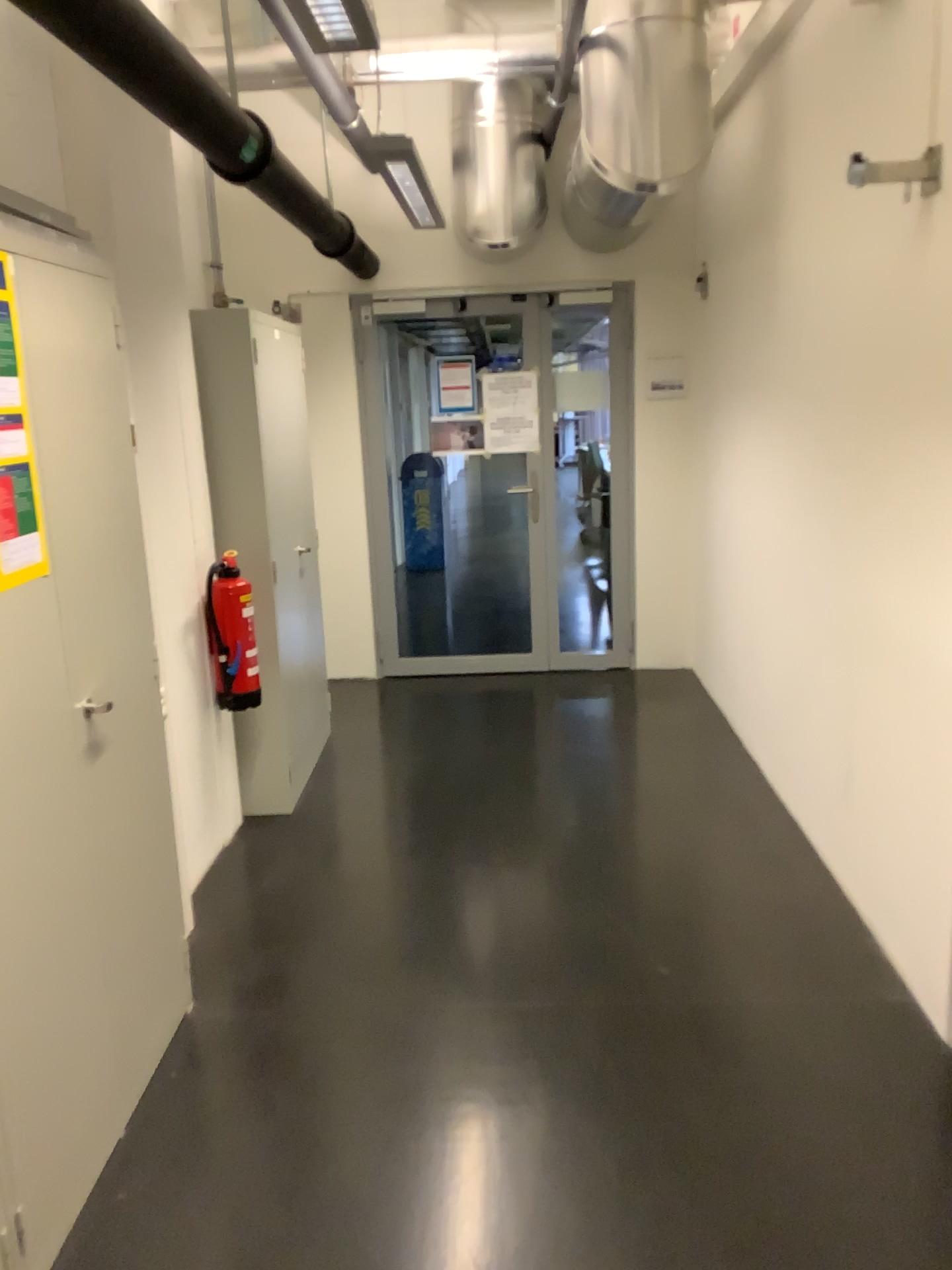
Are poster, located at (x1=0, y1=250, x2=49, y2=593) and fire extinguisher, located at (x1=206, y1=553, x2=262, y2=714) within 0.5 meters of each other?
no

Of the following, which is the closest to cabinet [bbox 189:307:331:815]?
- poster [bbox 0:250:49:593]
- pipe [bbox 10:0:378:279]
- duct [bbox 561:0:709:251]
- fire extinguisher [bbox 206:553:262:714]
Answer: fire extinguisher [bbox 206:553:262:714]

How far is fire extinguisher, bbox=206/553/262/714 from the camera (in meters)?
3.70

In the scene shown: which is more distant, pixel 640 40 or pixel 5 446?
pixel 640 40

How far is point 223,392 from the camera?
3.7 meters

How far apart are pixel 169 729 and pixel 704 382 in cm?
312

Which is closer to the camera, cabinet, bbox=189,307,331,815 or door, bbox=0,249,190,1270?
door, bbox=0,249,190,1270

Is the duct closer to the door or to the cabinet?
the cabinet

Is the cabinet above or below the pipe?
below

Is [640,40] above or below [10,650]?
above
